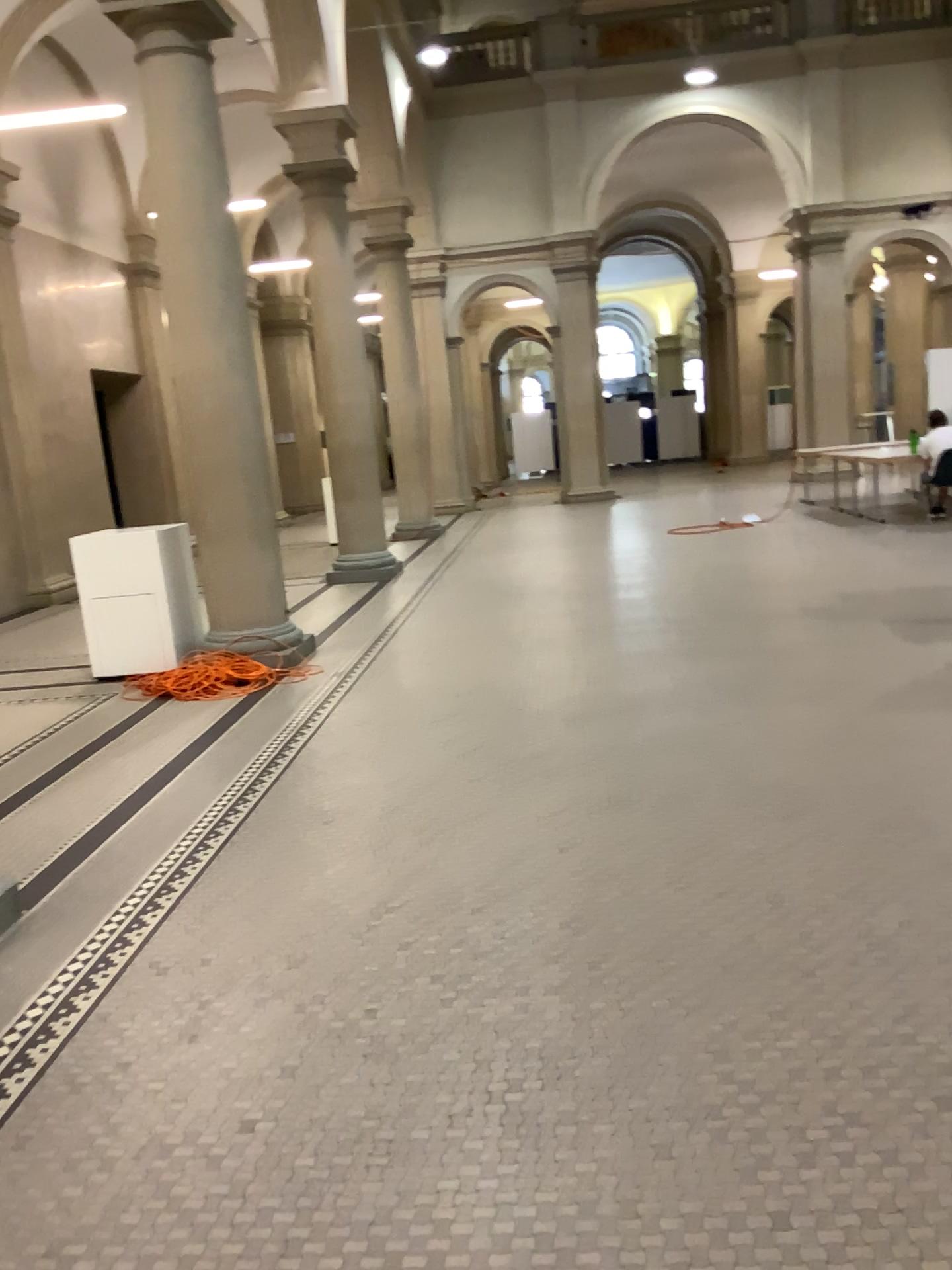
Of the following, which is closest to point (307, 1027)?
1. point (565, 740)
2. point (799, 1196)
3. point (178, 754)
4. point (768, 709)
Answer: point (799, 1196)
